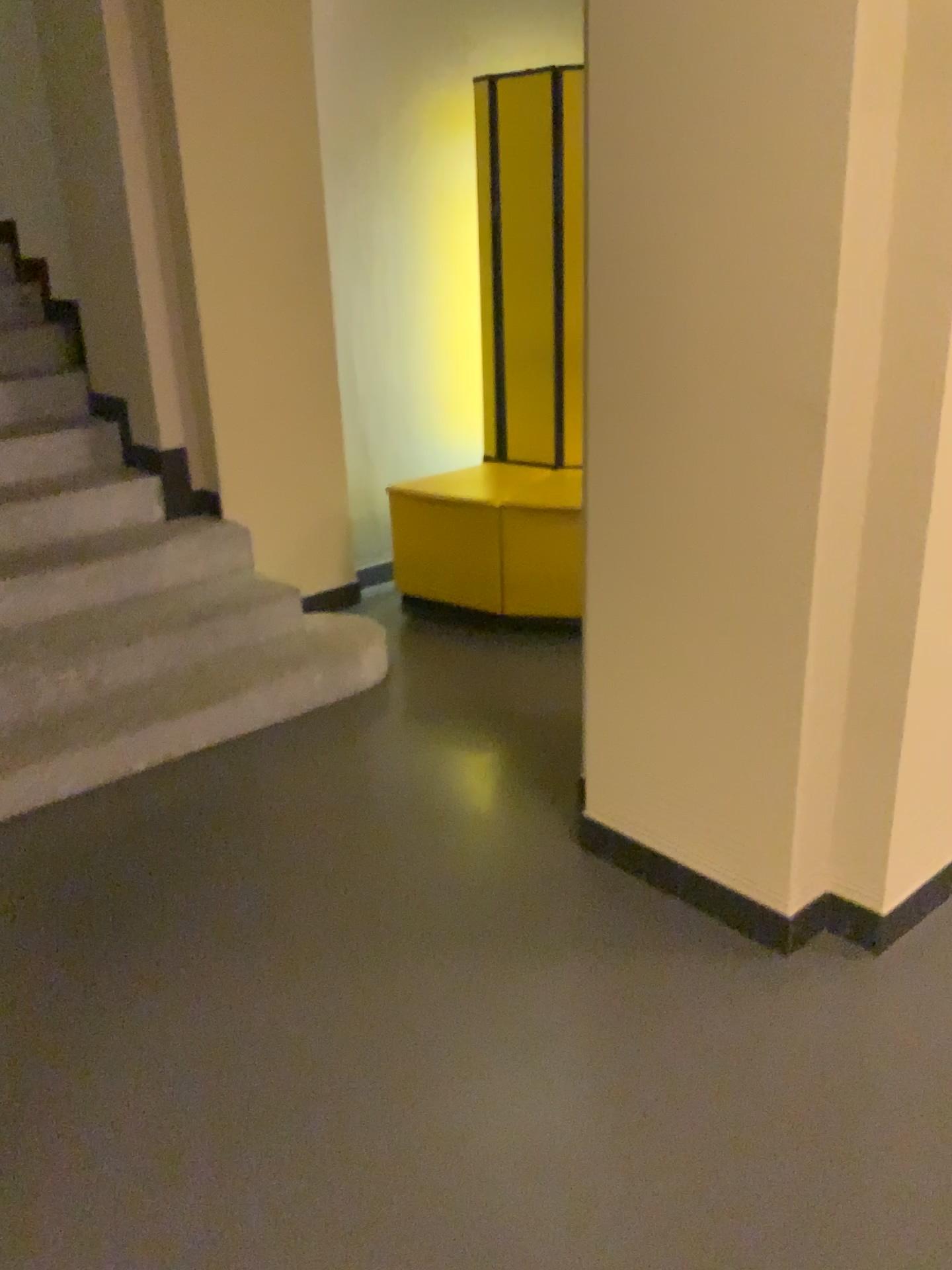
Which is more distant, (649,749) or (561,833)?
(561,833)

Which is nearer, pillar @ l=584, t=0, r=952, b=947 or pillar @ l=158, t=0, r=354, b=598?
pillar @ l=584, t=0, r=952, b=947

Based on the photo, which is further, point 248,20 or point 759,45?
point 248,20

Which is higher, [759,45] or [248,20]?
[248,20]
